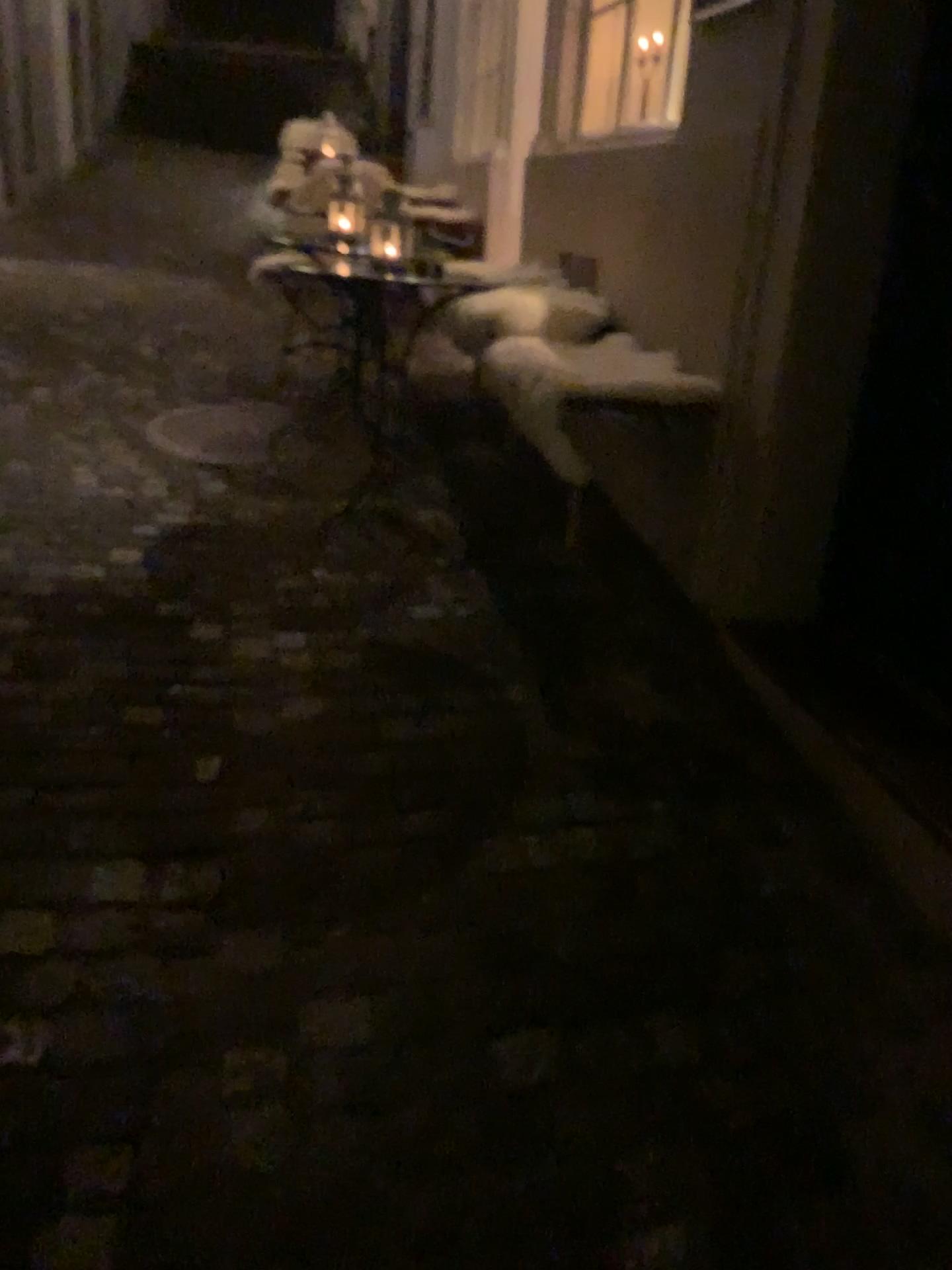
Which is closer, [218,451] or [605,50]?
[218,451]

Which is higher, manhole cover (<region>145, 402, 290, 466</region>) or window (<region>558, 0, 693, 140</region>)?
window (<region>558, 0, 693, 140</region>)

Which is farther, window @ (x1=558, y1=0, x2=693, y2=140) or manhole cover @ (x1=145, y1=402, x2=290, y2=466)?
window @ (x1=558, y1=0, x2=693, y2=140)

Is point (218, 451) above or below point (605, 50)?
below

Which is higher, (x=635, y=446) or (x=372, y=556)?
(x=635, y=446)
